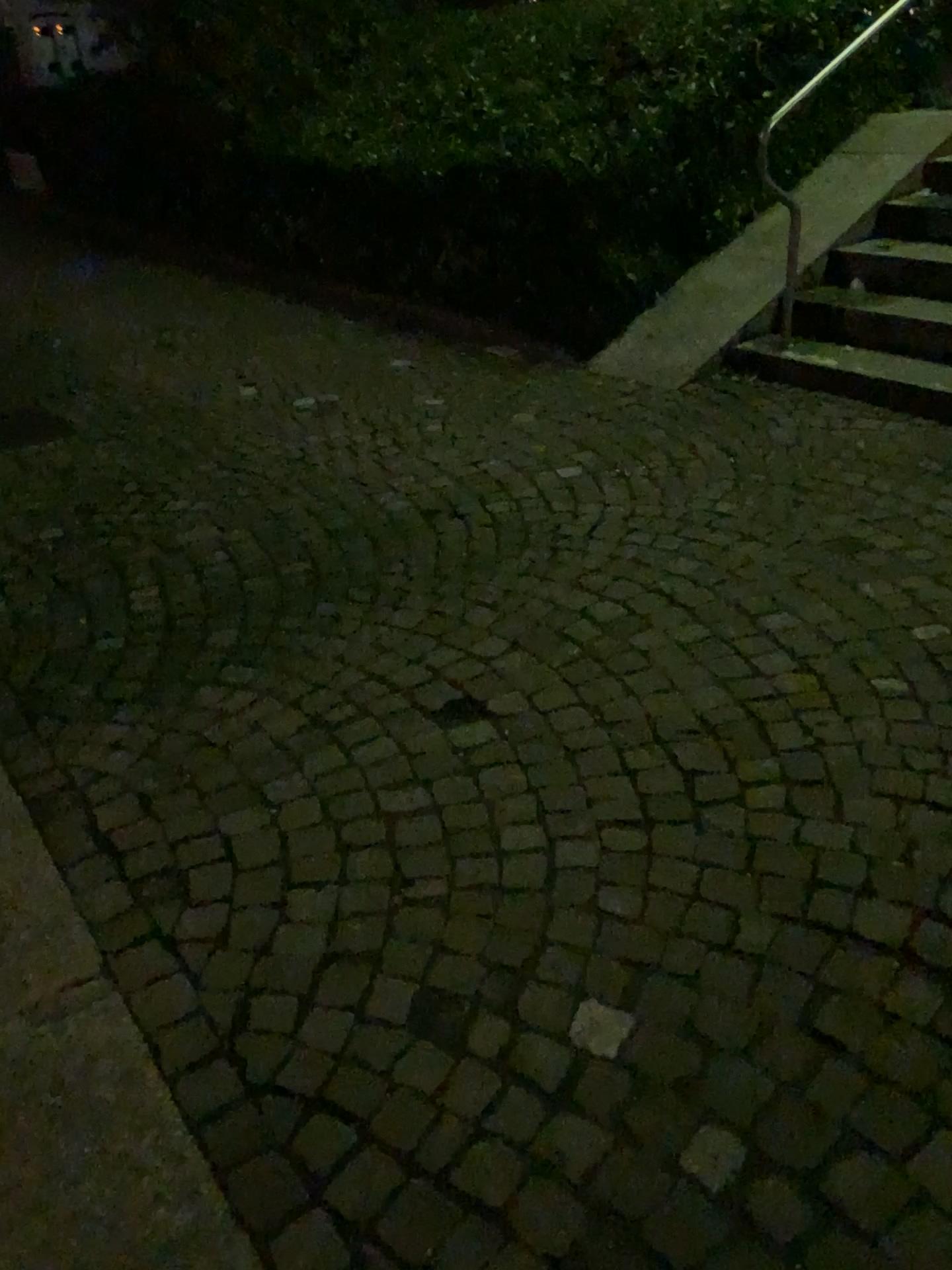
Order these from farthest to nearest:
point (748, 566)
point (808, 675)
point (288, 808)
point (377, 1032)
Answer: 1. point (748, 566)
2. point (808, 675)
3. point (288, 808)
4. point (377, 1032)
